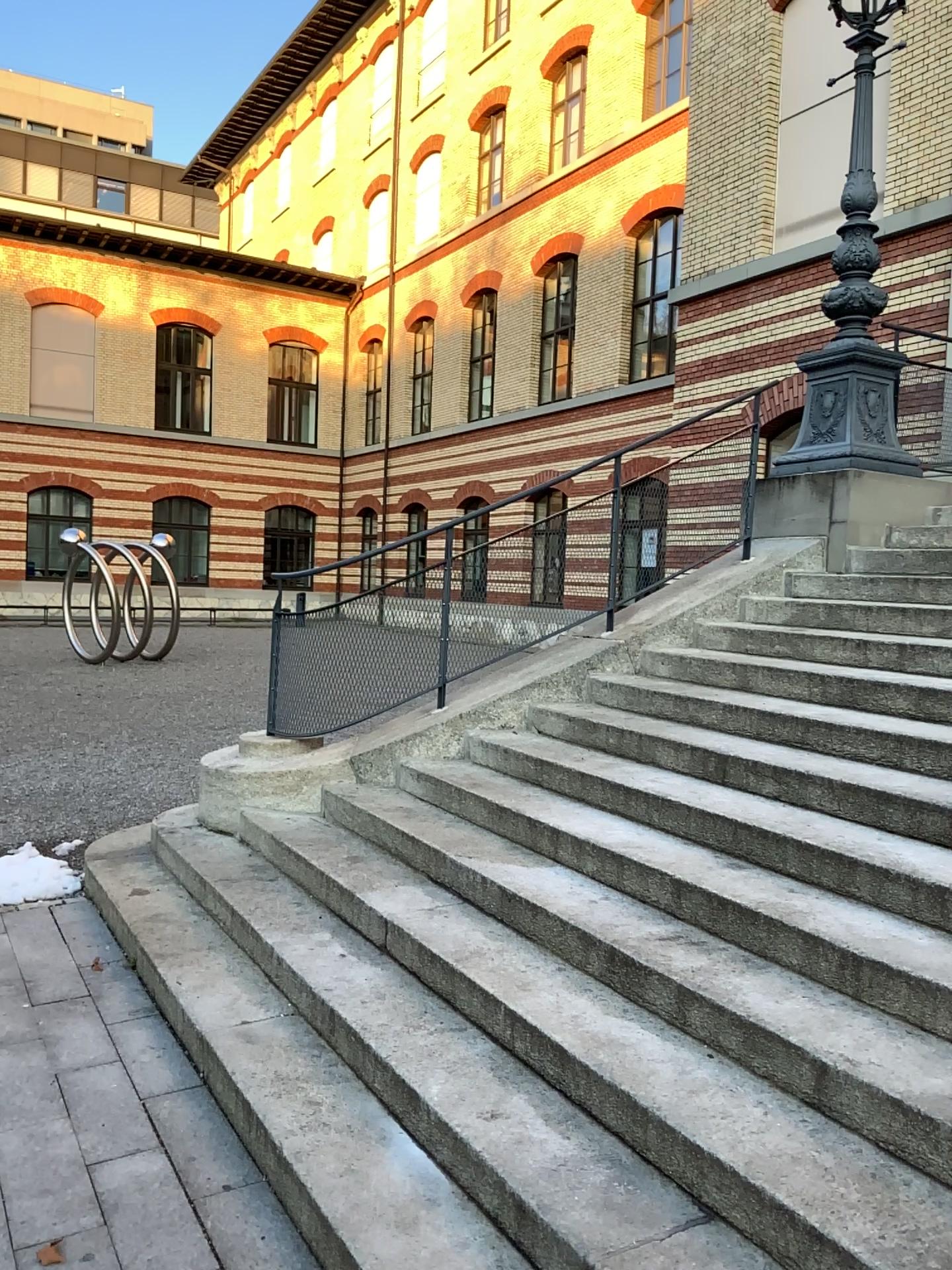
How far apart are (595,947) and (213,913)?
1.90m
